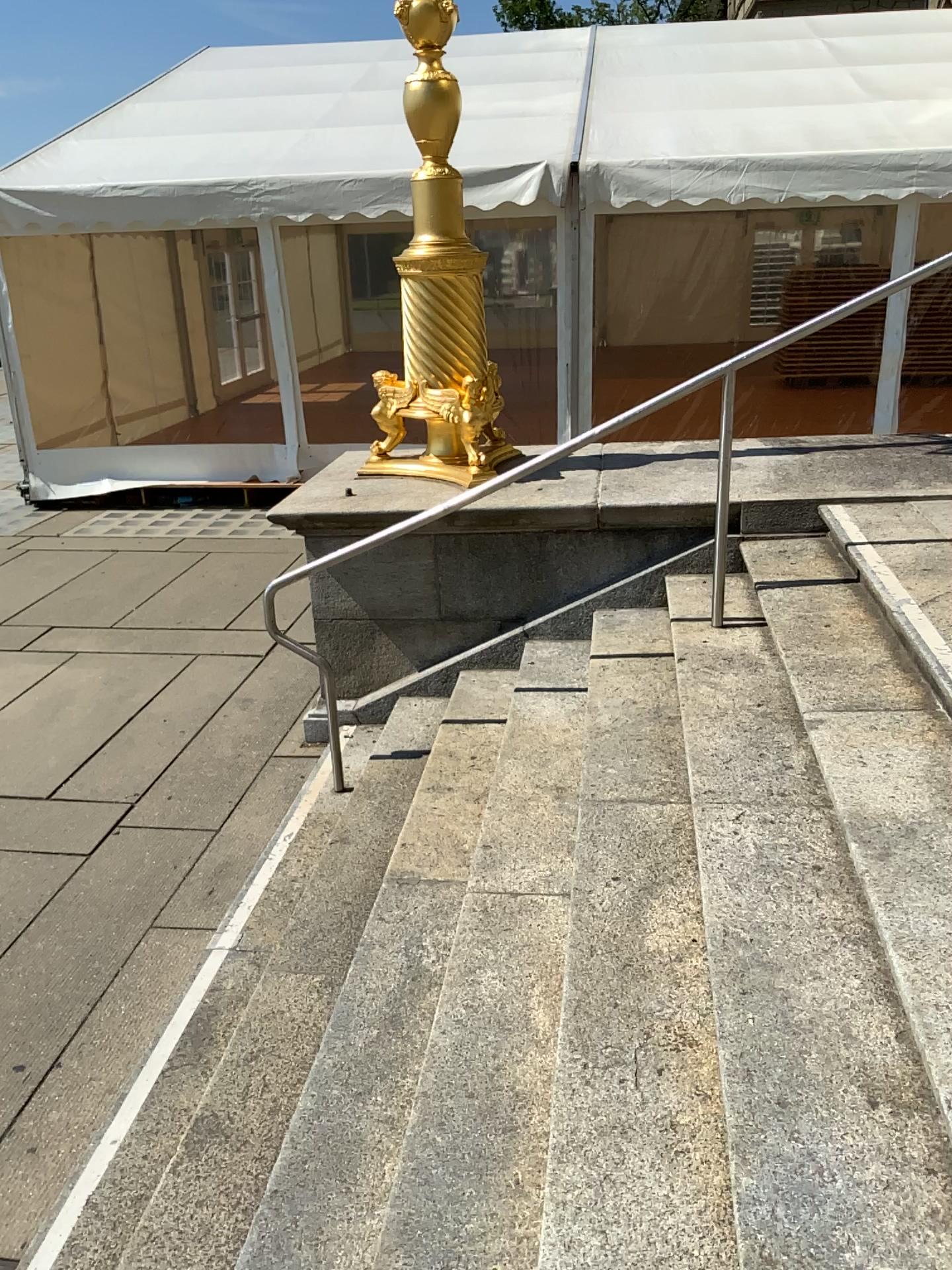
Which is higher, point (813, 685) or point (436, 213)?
point (436, 213)
